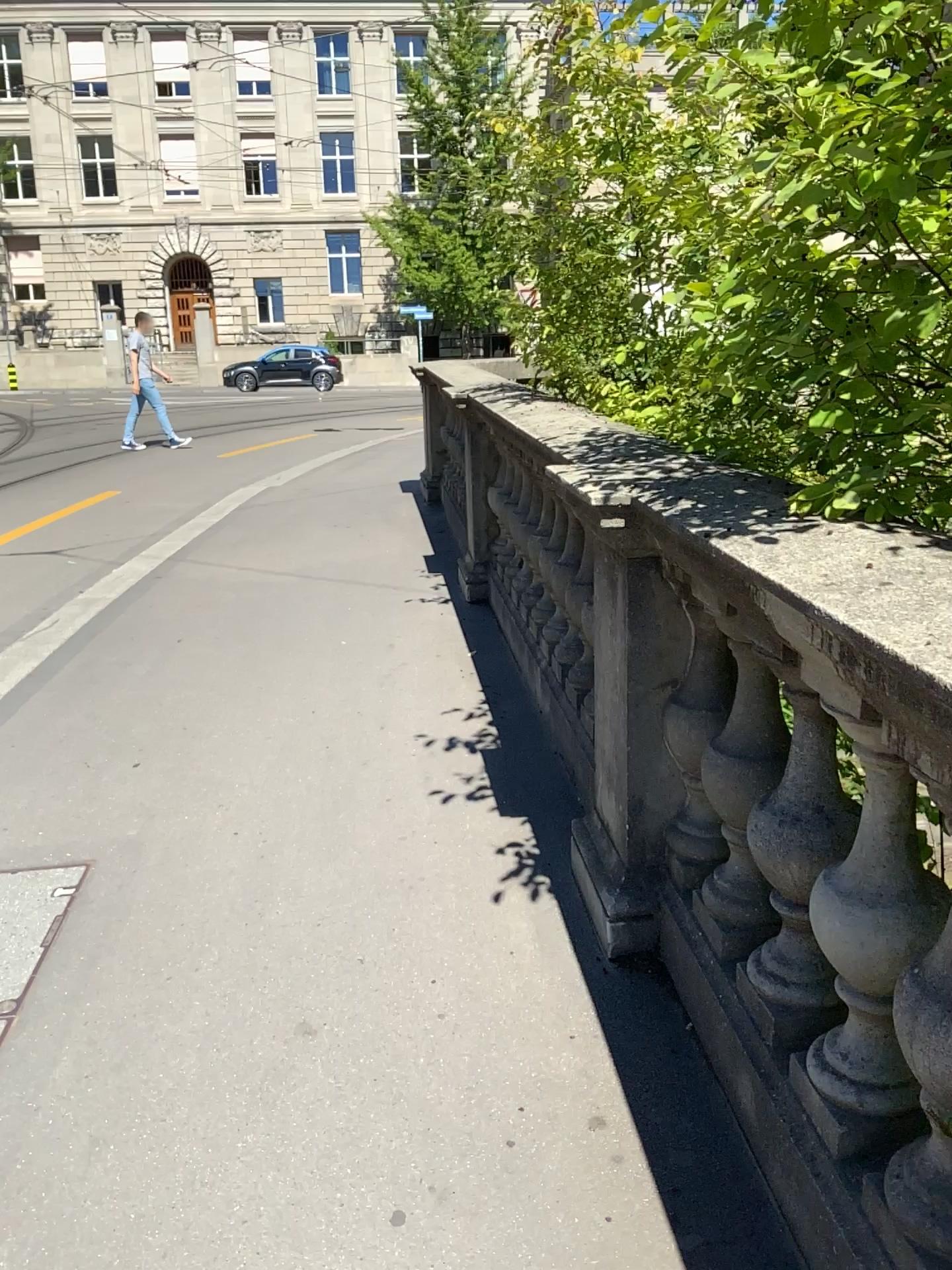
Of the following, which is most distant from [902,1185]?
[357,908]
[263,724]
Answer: [263,724]
